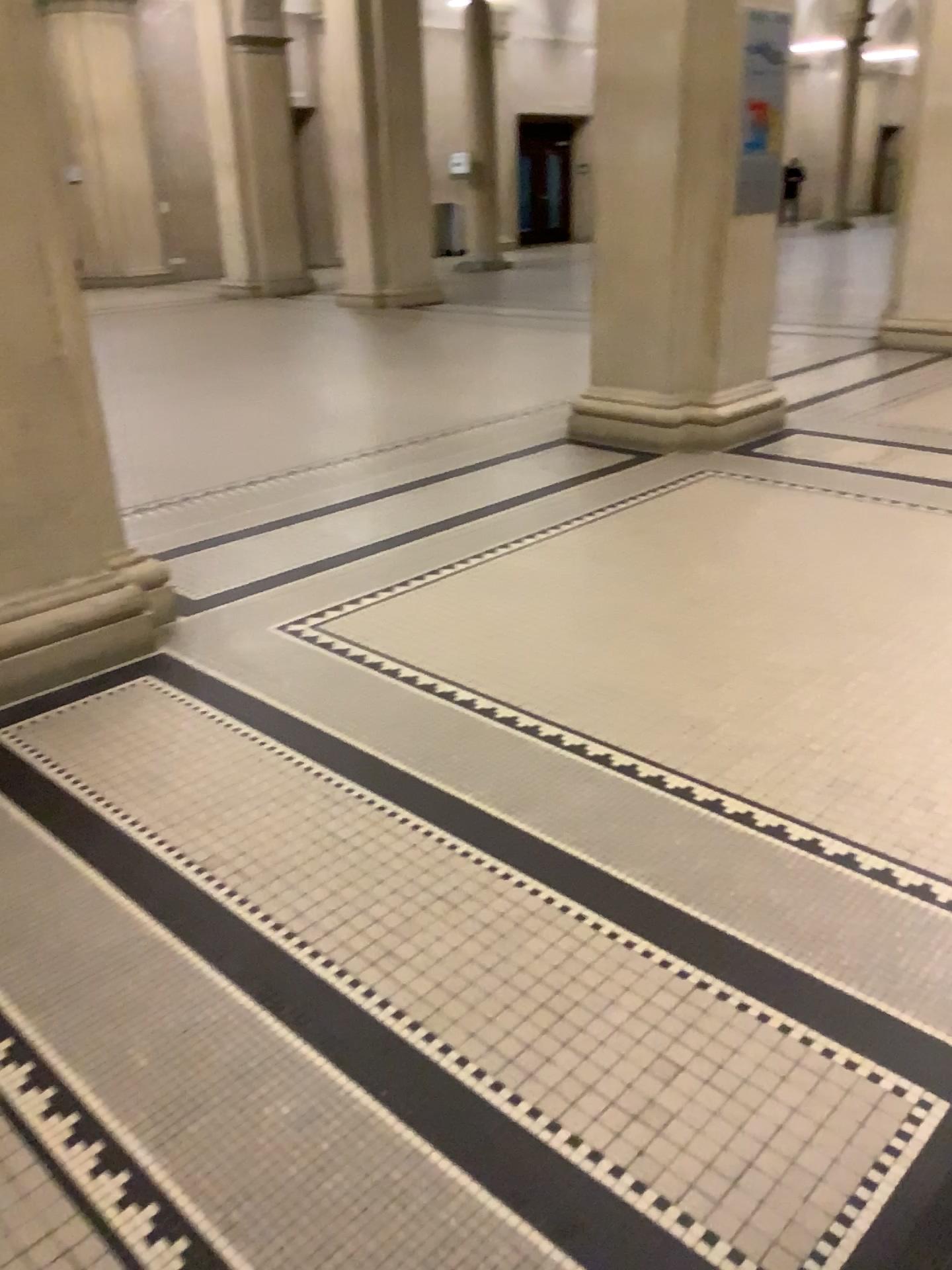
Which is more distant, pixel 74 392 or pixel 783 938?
pixel 74 392
